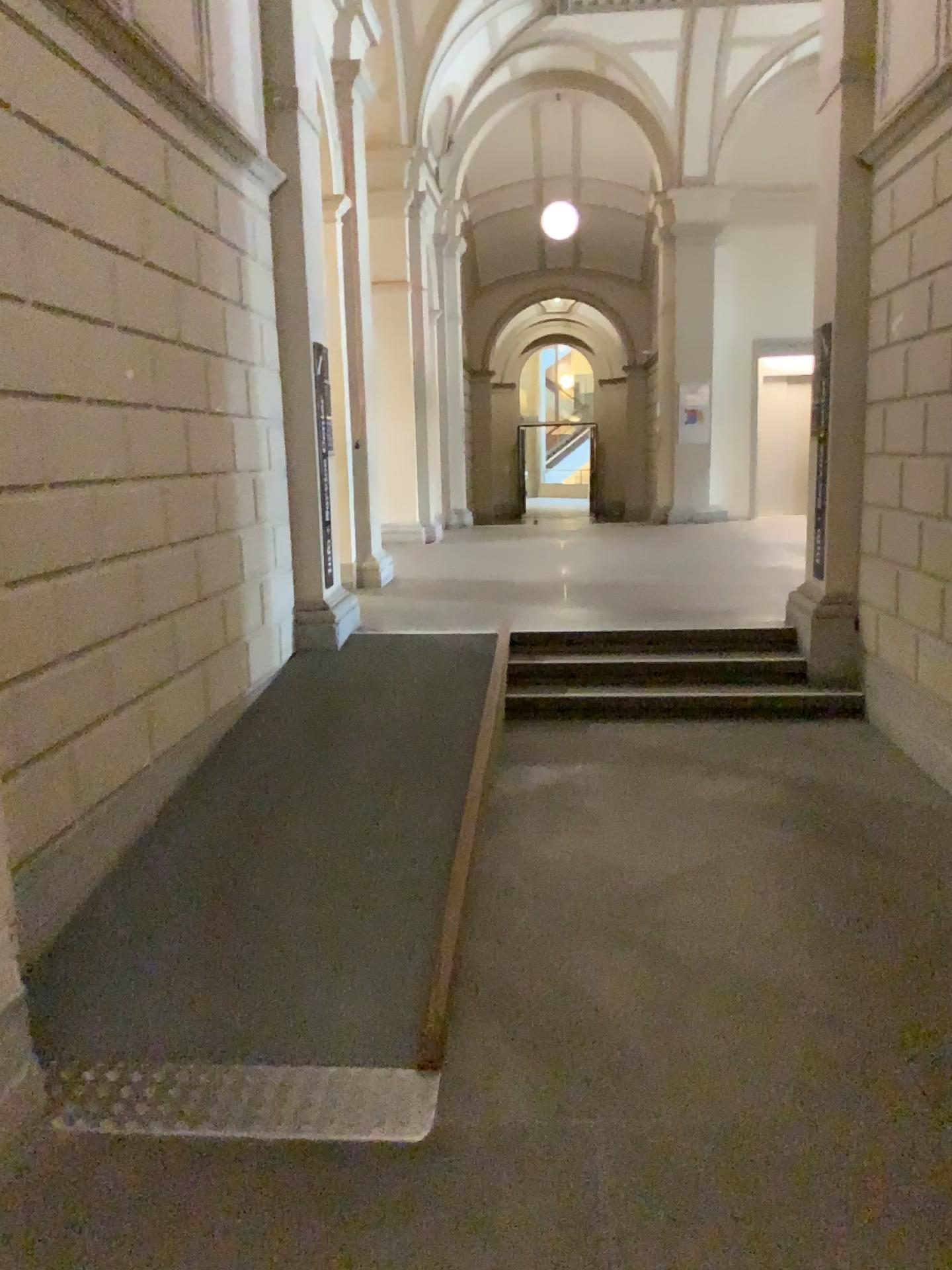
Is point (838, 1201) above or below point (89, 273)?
below
